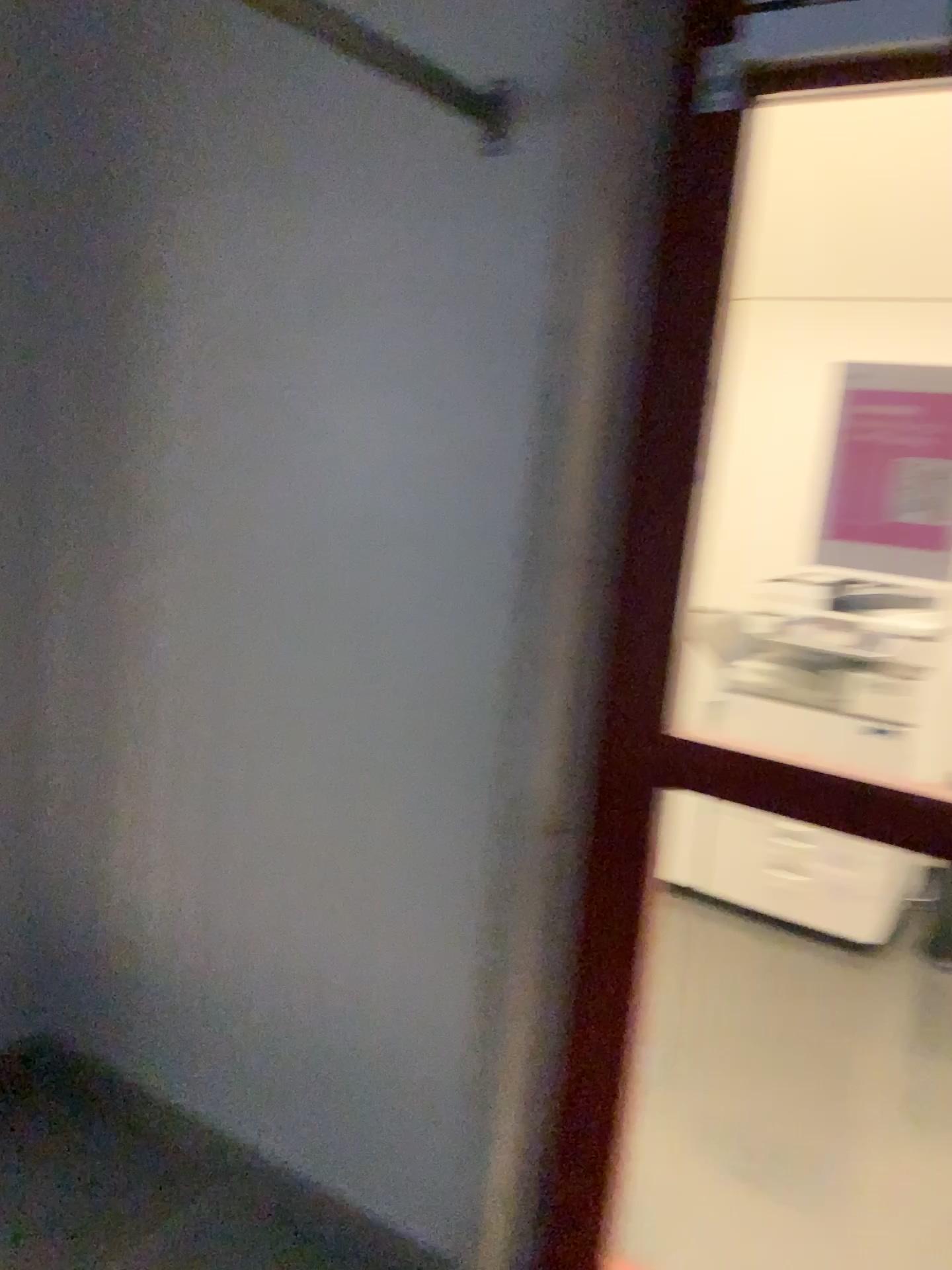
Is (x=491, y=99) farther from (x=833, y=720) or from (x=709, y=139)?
(x=833, y=720)

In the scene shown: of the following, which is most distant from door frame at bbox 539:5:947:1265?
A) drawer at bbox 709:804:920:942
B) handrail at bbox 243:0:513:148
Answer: drawer at bbox 709:804:920:942

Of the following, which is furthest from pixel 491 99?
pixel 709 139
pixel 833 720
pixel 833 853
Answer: pixel 833 853

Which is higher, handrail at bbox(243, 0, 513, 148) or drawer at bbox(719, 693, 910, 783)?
handrail at bbox(243, 0, 513, 148)

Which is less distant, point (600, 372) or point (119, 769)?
point (600, 372)

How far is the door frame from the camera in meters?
1.6

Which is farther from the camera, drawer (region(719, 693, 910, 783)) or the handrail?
drawer (region(719, 693, 910, 783))

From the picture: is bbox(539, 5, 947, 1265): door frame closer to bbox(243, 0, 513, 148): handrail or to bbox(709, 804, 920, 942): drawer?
bbox(243, 0, 513, 148): handrail

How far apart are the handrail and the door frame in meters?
0.3

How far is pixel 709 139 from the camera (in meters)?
1.57
